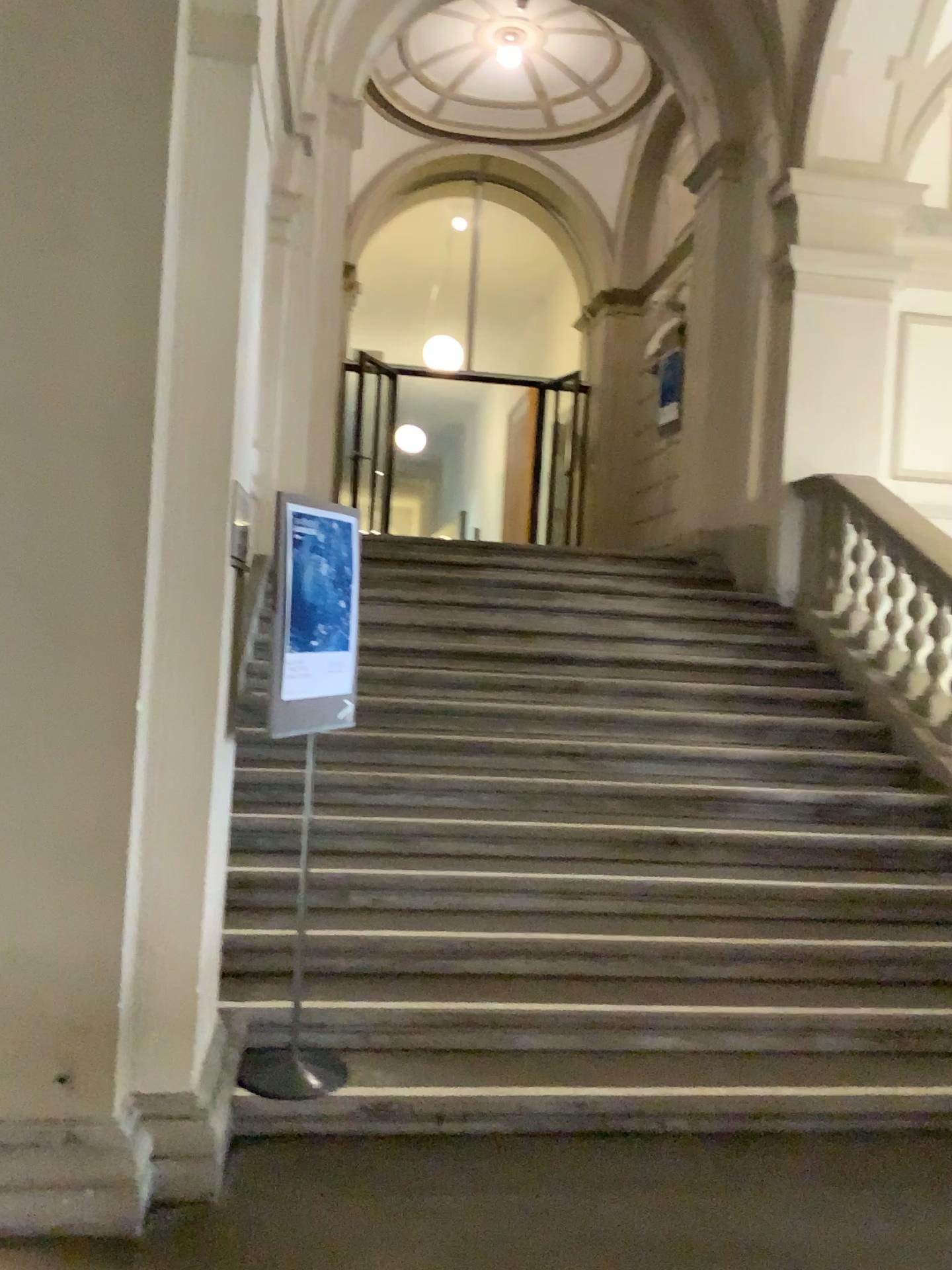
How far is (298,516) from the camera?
3.3m

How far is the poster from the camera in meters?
3.3

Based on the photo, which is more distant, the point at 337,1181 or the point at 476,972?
the point at 476,972

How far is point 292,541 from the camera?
3.3m

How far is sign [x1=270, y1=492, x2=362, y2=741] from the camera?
3.29m
